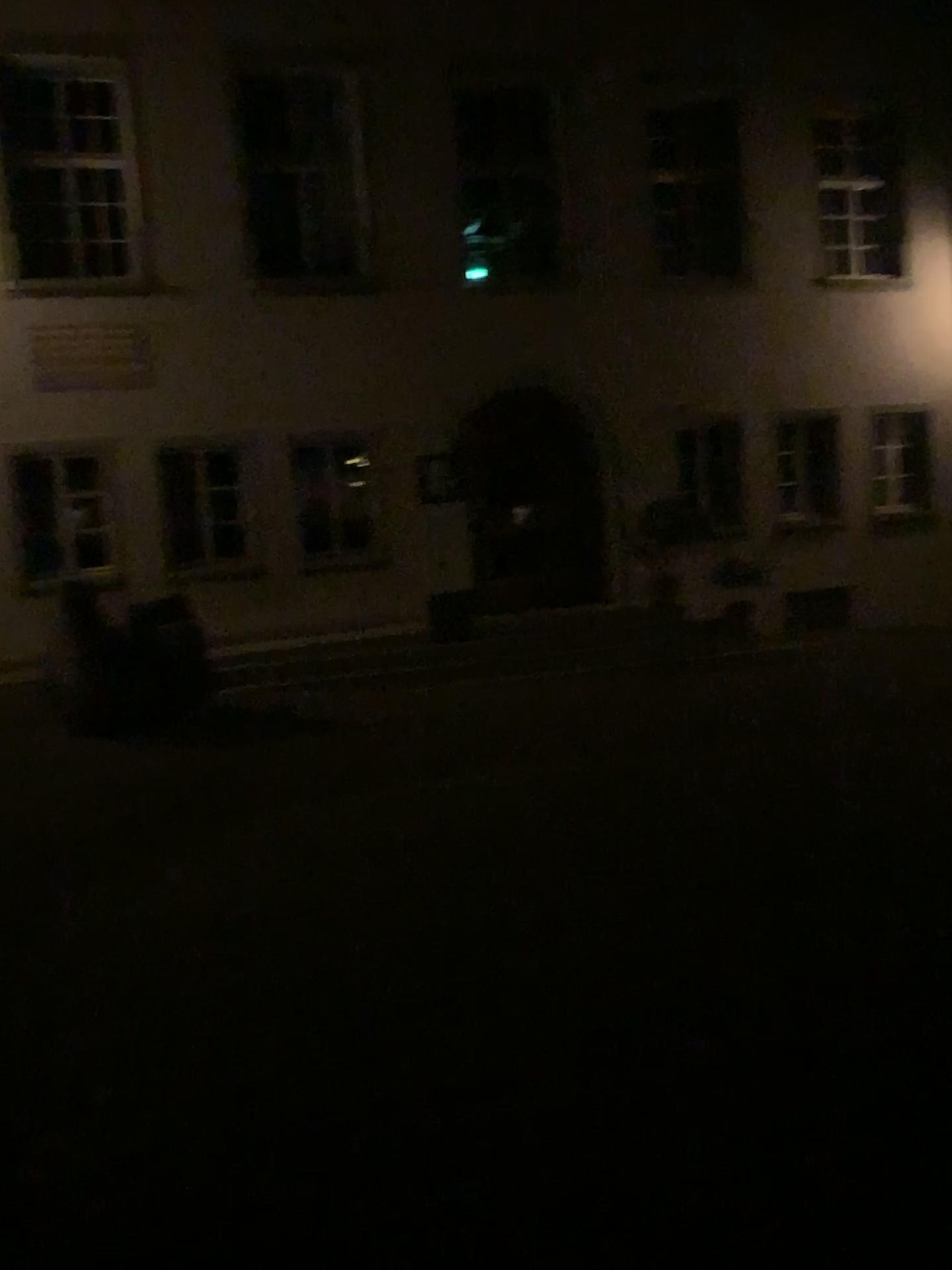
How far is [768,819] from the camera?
5.2 meters
